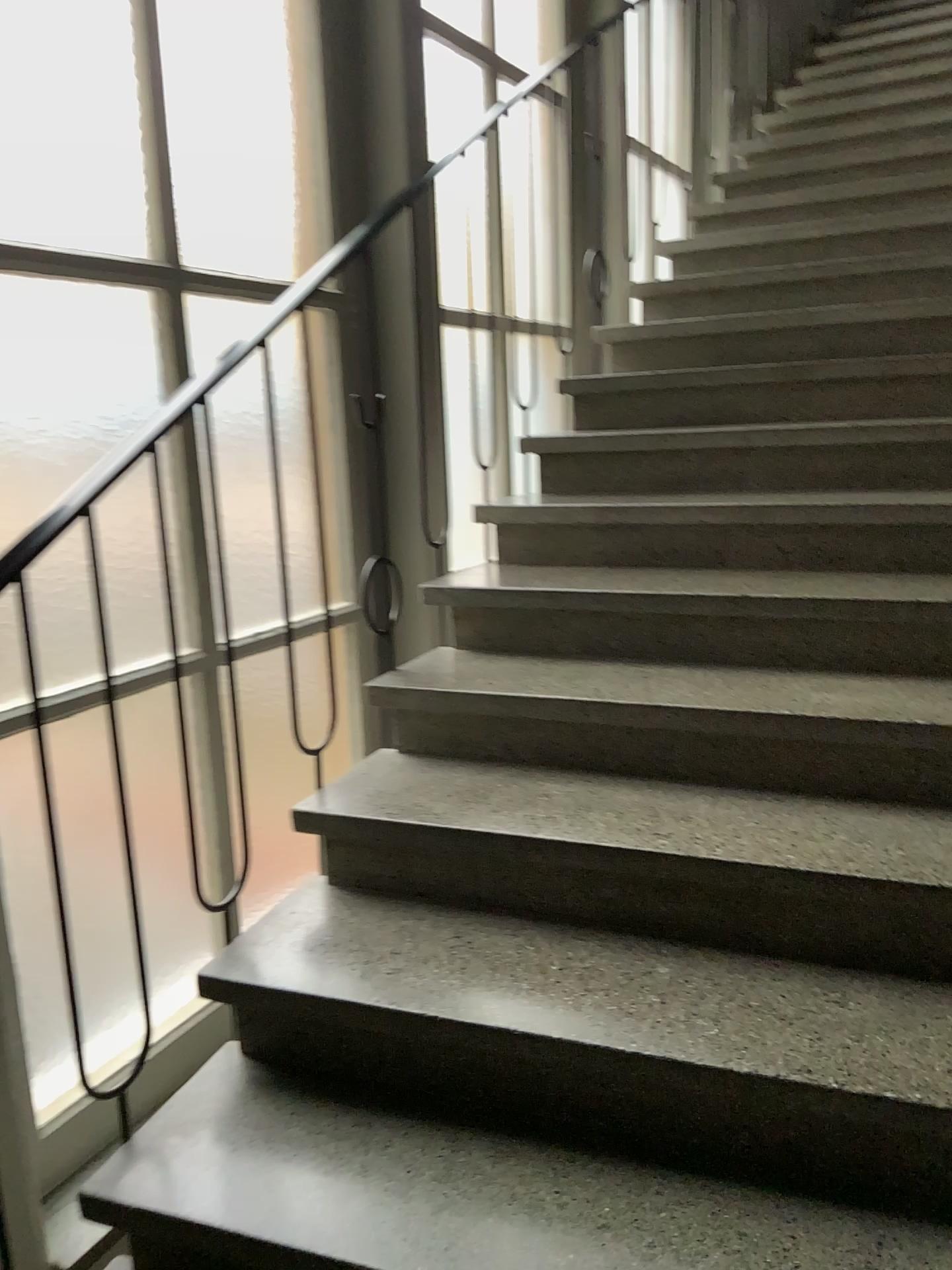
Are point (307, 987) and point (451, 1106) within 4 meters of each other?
yes
